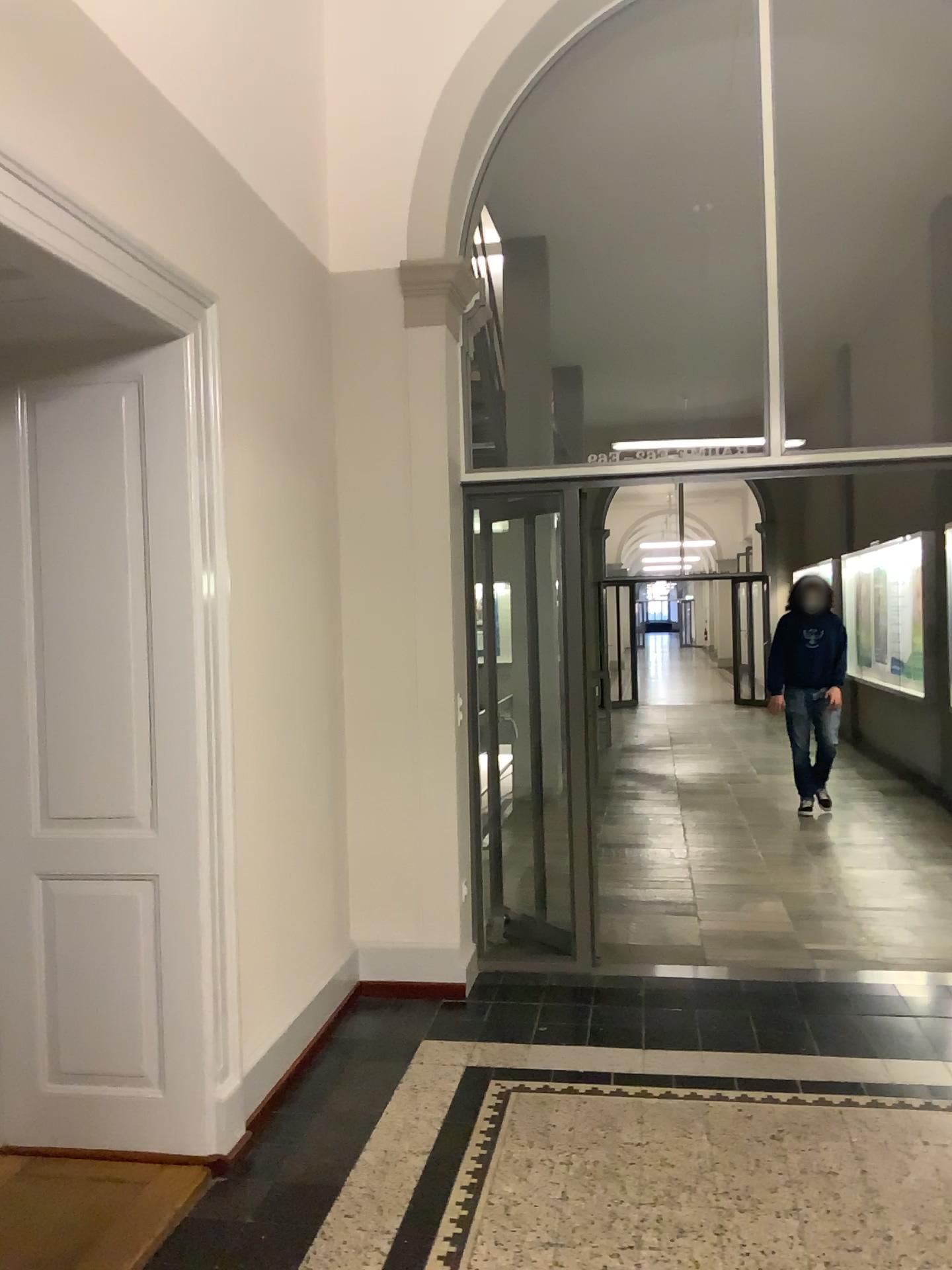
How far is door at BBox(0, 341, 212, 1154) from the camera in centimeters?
297cm

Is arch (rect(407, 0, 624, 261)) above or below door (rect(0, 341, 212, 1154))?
above

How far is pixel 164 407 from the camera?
3.0m

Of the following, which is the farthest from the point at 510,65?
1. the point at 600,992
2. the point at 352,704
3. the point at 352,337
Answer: the point at 600,992

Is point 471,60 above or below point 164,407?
above

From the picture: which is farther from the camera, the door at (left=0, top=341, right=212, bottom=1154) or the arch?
the arch

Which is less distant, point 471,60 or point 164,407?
point 164,407
